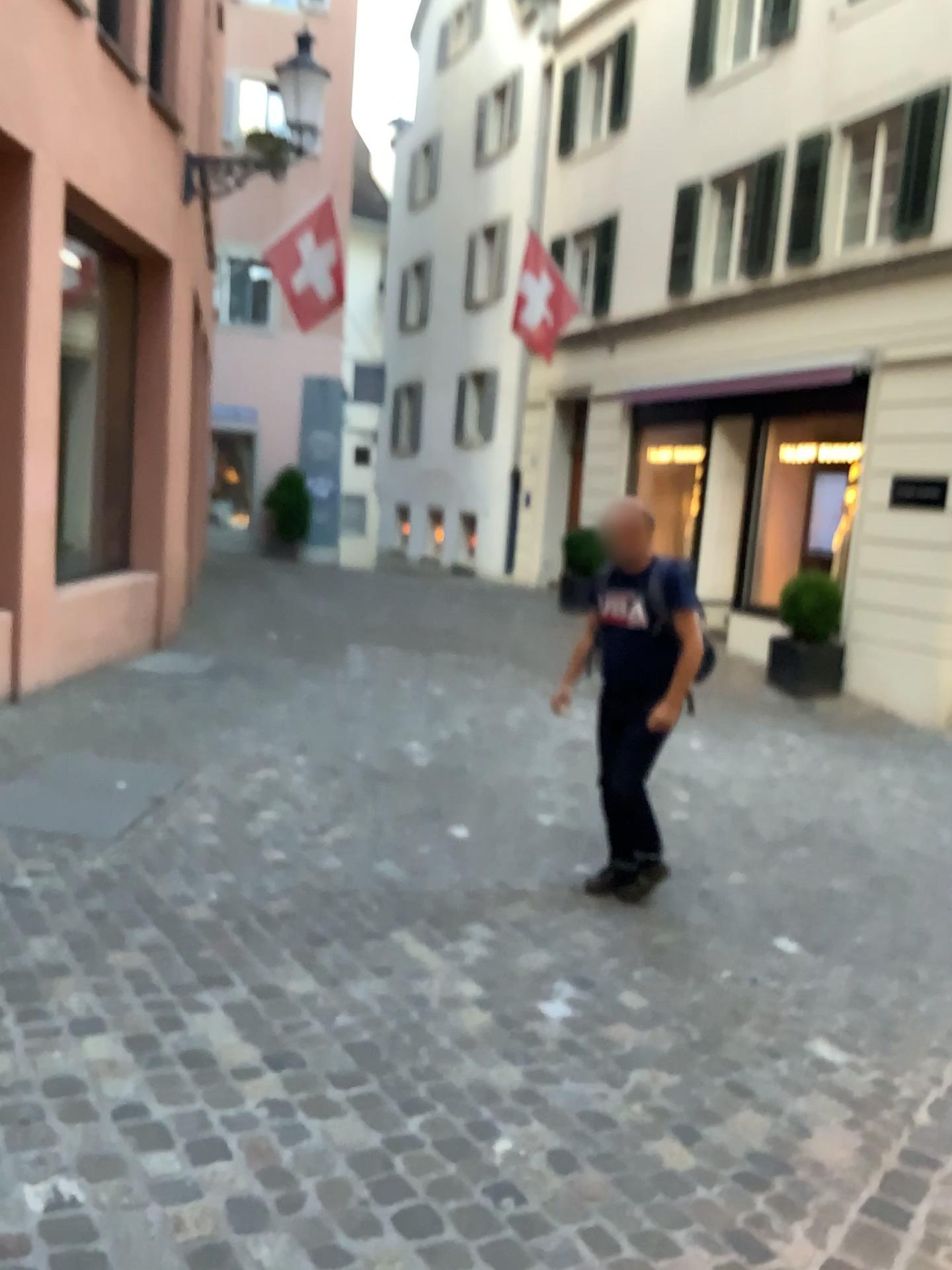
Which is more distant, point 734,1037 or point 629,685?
point 629,685

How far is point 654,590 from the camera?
4.23m

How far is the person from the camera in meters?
4.2
